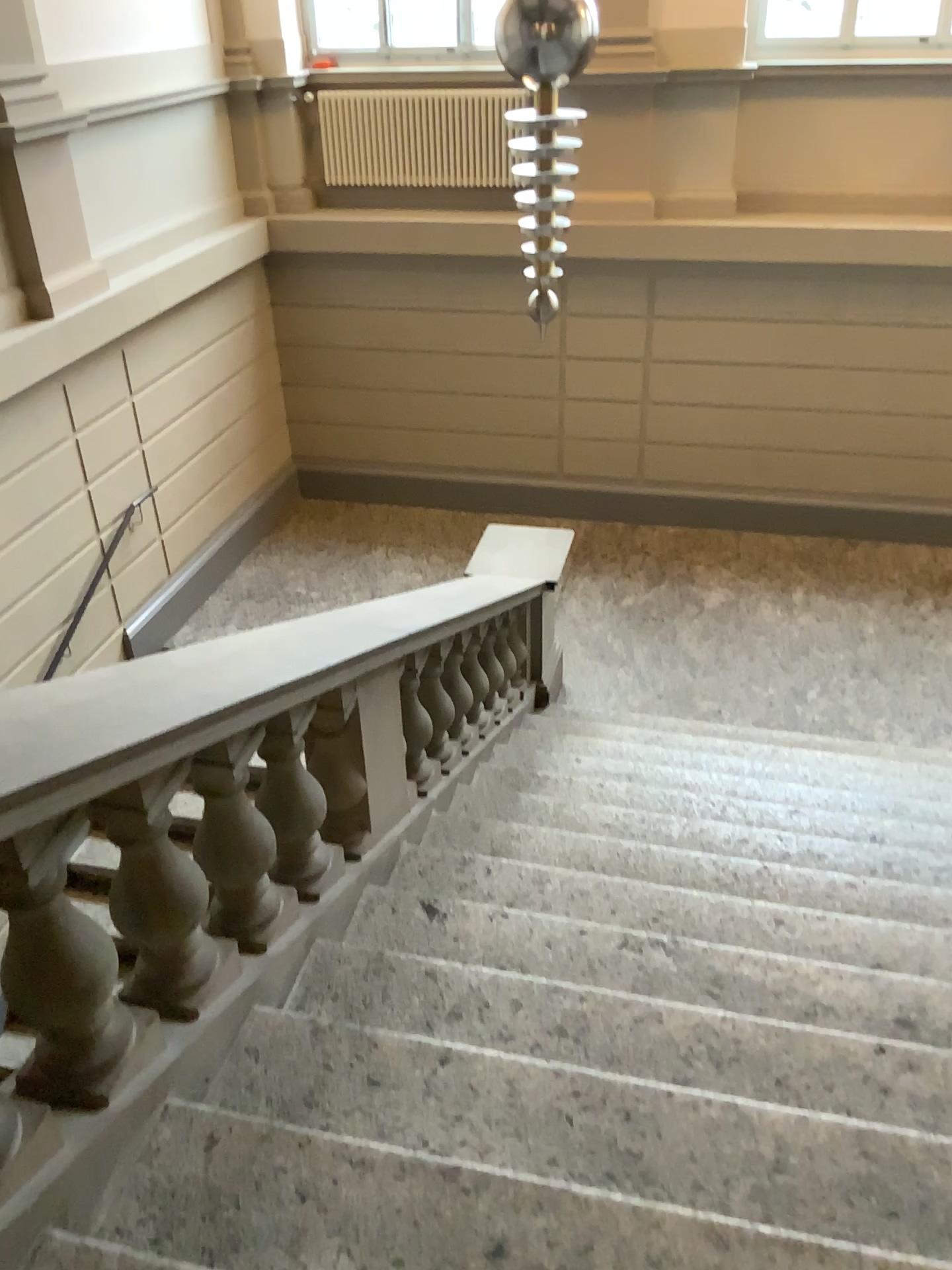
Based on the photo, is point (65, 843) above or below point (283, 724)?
above

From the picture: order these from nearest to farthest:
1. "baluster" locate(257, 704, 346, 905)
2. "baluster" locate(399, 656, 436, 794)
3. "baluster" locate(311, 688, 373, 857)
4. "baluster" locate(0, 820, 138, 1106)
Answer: "baluster" locate(0, 820, 138, 1106)
"baluster" locate(257, 704, 346, 905)
"baluster" locate(311, 688, 373, 857)
"baluster" locate(399, 656, 436, 794)

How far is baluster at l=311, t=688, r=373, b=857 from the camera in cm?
281

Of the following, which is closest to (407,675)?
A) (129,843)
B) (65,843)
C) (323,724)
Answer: (323,724)

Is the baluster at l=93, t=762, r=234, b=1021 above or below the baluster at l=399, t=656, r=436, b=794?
above

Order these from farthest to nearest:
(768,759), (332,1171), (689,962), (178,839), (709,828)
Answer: (768,759), (709,828), (689,962), (178,839), (332,1171)

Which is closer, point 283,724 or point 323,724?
point 283,724

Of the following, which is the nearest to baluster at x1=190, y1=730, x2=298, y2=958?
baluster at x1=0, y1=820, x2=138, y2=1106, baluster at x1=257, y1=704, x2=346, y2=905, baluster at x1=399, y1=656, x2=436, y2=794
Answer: baluster at x1=257, y1=704, x2=346, y2=905

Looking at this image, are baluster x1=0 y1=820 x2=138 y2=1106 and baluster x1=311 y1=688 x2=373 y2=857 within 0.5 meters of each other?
no

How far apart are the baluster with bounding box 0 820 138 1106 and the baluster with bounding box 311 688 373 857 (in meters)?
1.04
